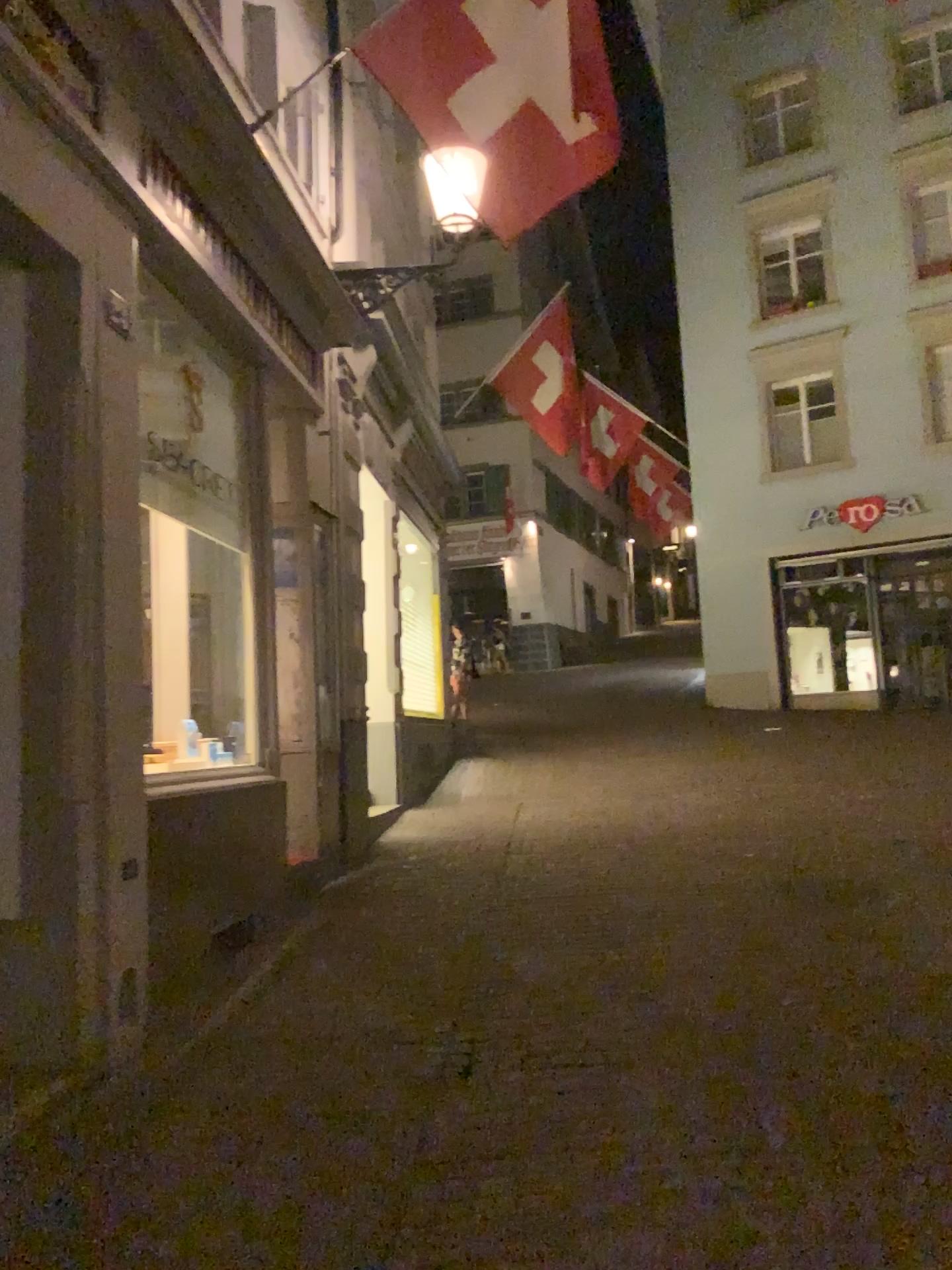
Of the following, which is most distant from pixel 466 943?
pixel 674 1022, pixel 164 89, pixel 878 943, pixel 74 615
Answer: pixel 164 89
